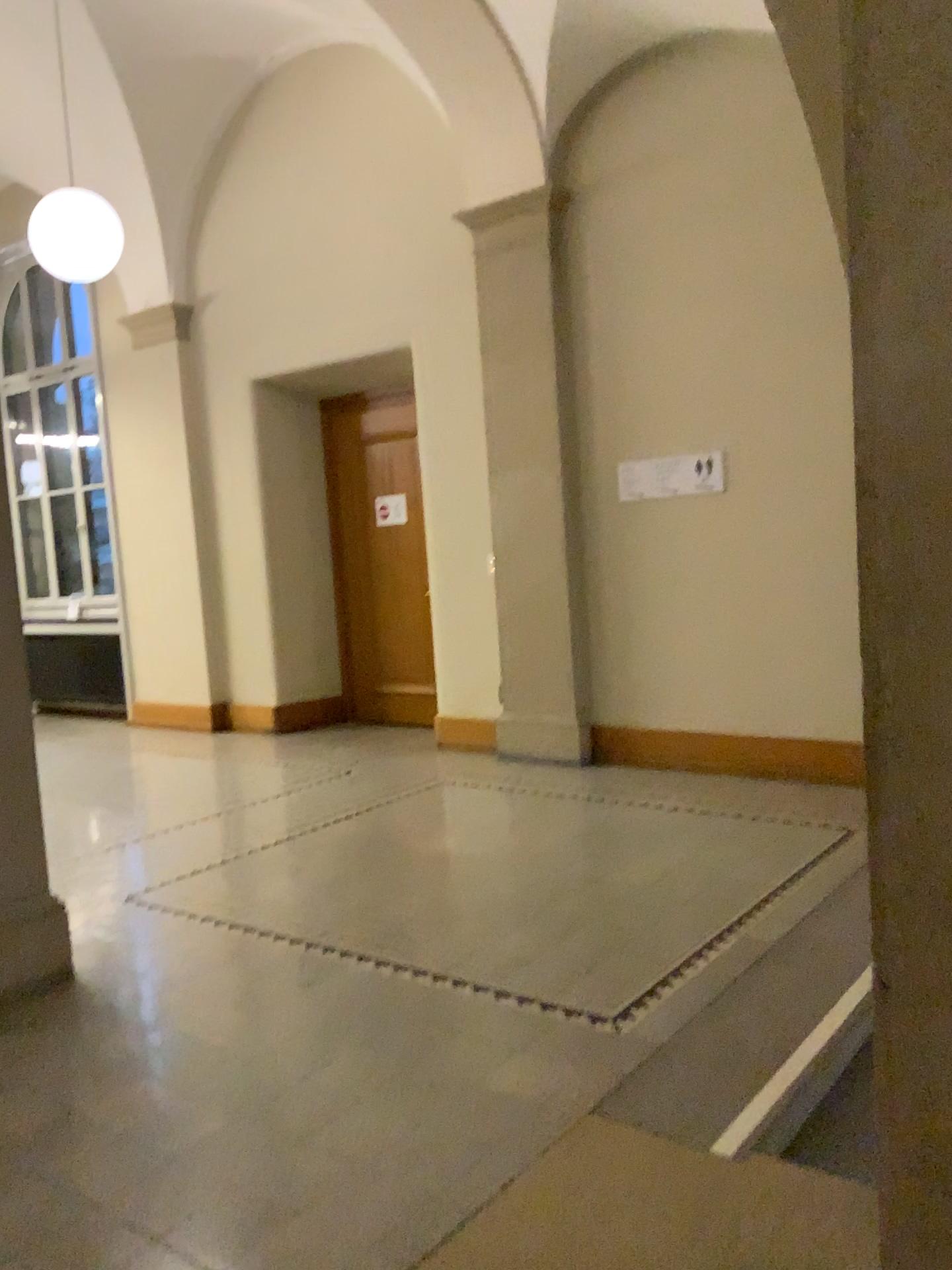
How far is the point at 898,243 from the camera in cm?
118

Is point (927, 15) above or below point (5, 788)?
above

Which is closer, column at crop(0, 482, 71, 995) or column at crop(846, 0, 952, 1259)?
column at crop(846, 0, 952, 1259)

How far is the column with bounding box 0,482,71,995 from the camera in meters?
3.3 m

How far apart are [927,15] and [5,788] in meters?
3.2

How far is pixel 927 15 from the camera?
1.1 meters

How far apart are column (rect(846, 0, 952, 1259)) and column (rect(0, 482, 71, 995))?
2.8m

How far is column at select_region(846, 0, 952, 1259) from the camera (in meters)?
1.15
